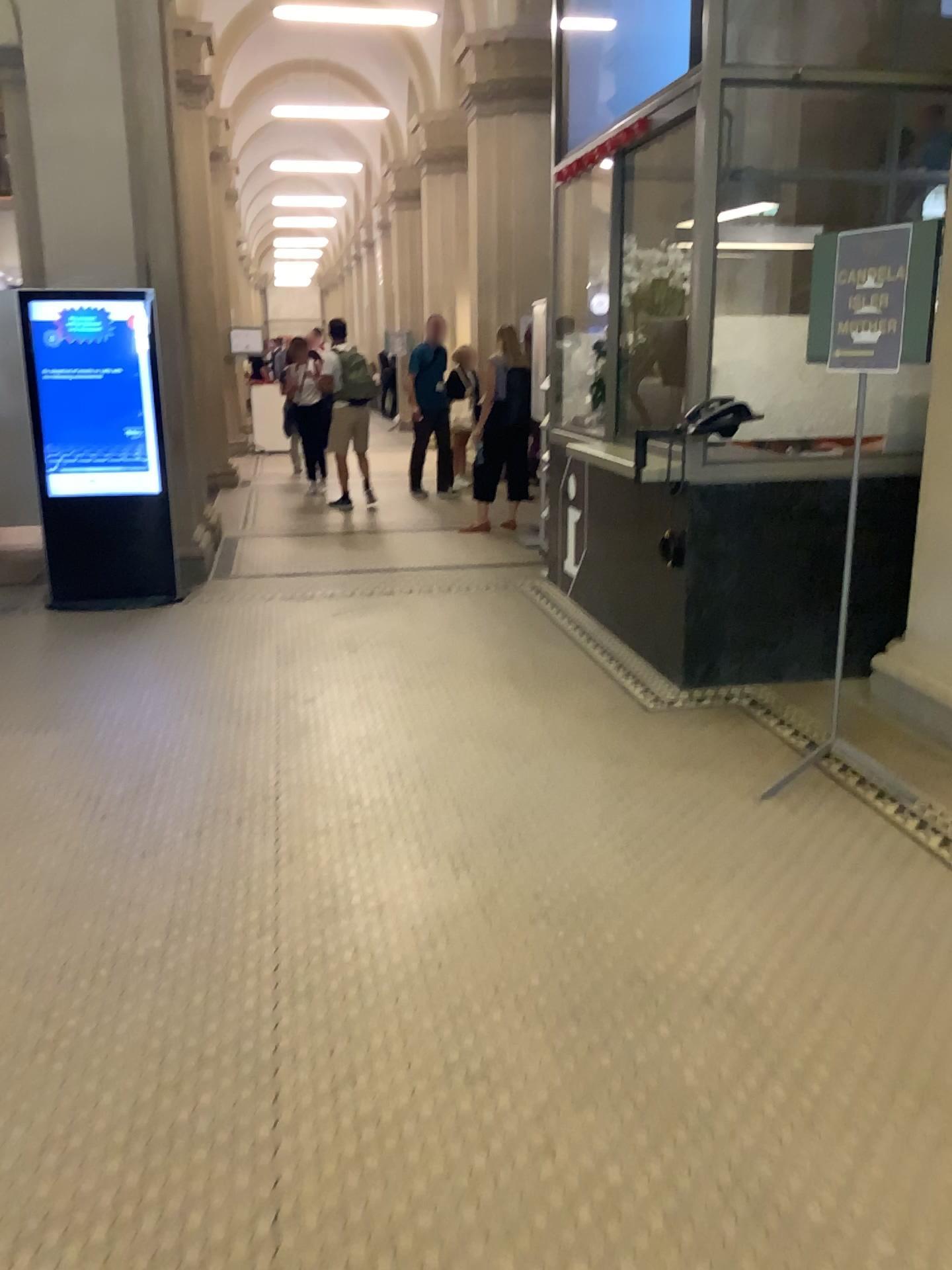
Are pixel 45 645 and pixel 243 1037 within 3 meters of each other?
no
